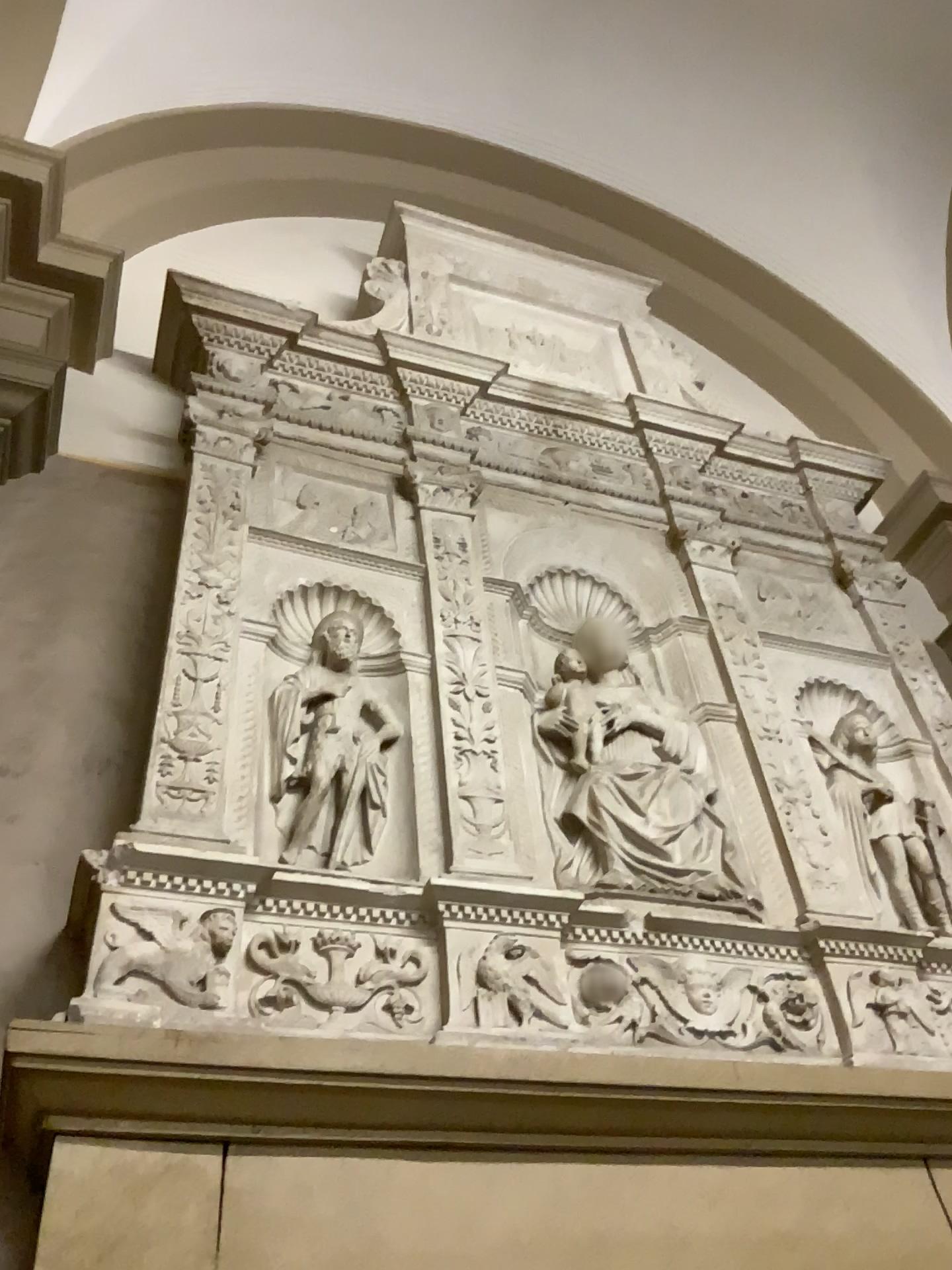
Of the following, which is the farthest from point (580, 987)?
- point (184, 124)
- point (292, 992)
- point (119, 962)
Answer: point (184, 124)

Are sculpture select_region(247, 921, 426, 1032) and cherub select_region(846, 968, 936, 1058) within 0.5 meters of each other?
no

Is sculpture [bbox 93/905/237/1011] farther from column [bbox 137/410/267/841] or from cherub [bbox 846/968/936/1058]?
cherub [bbox 846/968/936/1058]

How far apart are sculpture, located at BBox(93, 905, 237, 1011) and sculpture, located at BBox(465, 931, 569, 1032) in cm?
43

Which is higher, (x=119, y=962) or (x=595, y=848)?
(x=595, y=848)

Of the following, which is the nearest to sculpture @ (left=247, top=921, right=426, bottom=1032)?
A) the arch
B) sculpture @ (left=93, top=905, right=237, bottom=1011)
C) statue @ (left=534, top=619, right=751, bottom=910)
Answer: sculpture @ (left=93, top=905, right=237, bottom=1011)

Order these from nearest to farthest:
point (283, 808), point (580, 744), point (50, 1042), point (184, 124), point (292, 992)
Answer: point (50, 1042) → point (292, 992) → point (283, 808) → point (580, 744) → point (184, 124)

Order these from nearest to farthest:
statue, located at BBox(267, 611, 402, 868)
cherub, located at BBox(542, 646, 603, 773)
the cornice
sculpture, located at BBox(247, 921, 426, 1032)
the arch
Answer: the cornice < sculpture, located at BBox(247, 921, 426, 1032) < statue, located at BBox(267, 611, 402, 868) < cherub, located at BBox(542, 646, 603, 773) < the arch

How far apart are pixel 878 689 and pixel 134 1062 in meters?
2.1

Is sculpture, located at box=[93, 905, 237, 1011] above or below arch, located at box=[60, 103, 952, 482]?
below
